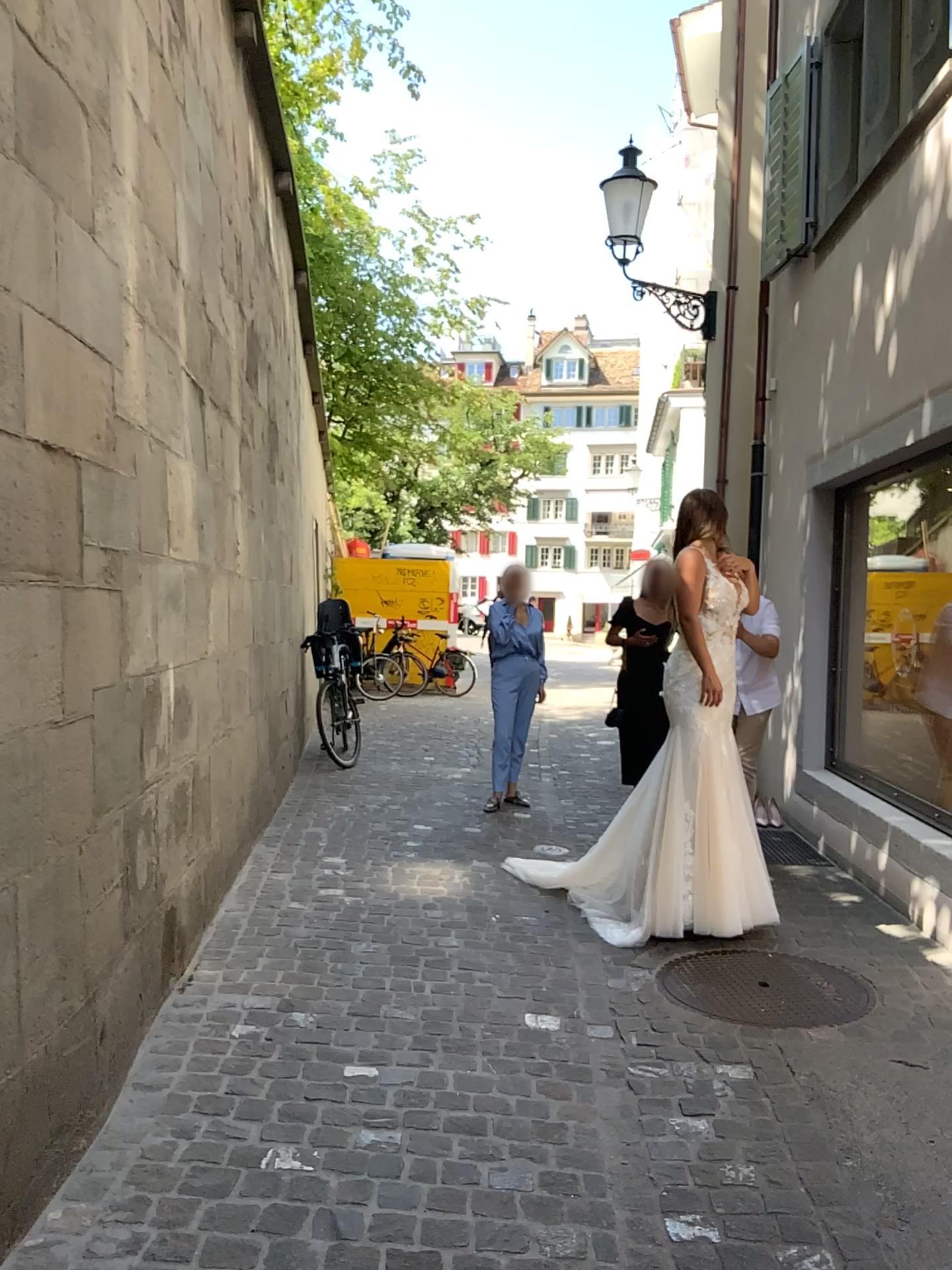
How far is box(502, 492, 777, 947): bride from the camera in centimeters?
409cm

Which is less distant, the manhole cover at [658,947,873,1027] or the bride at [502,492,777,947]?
the manhole cover at [658,947,873,1027]

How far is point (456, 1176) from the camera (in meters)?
2.42

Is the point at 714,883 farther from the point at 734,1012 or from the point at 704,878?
the point at 734,1012

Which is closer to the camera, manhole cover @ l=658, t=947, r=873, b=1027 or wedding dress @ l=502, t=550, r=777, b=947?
manhole cover @ l=658, t=947, r=873, b=1027

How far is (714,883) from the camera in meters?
4.1 m

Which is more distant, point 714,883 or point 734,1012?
point 714,883

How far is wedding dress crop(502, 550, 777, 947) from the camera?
4.09m
